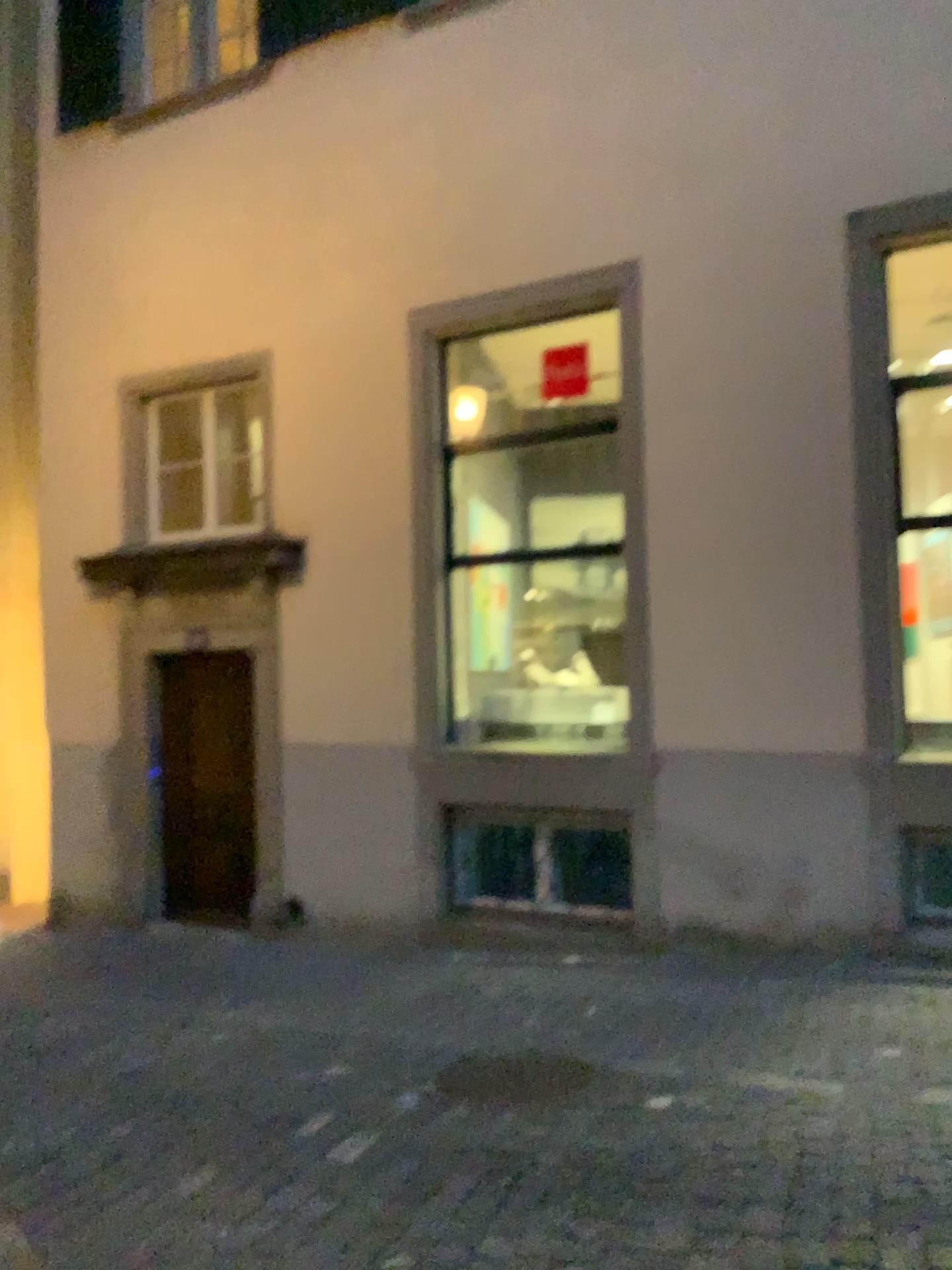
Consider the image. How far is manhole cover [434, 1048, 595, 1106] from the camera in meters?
4.3

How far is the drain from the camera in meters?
4.3 m

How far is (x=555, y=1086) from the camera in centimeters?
432cm

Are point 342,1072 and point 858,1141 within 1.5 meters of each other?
no

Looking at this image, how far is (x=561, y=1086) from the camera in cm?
431
